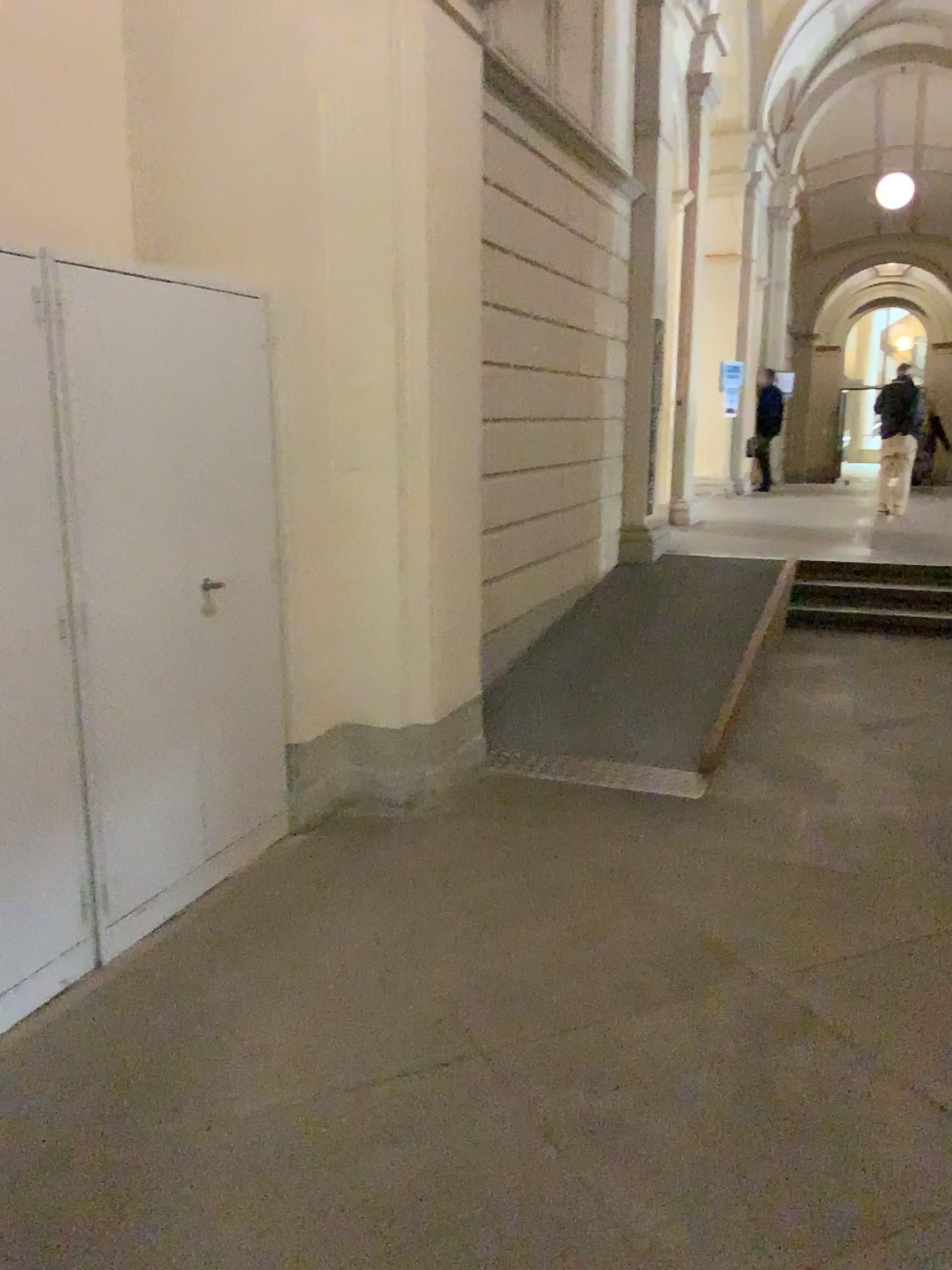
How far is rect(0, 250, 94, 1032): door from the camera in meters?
2.5

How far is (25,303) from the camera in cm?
253

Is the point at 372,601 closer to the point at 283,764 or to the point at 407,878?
the point at 283,764
